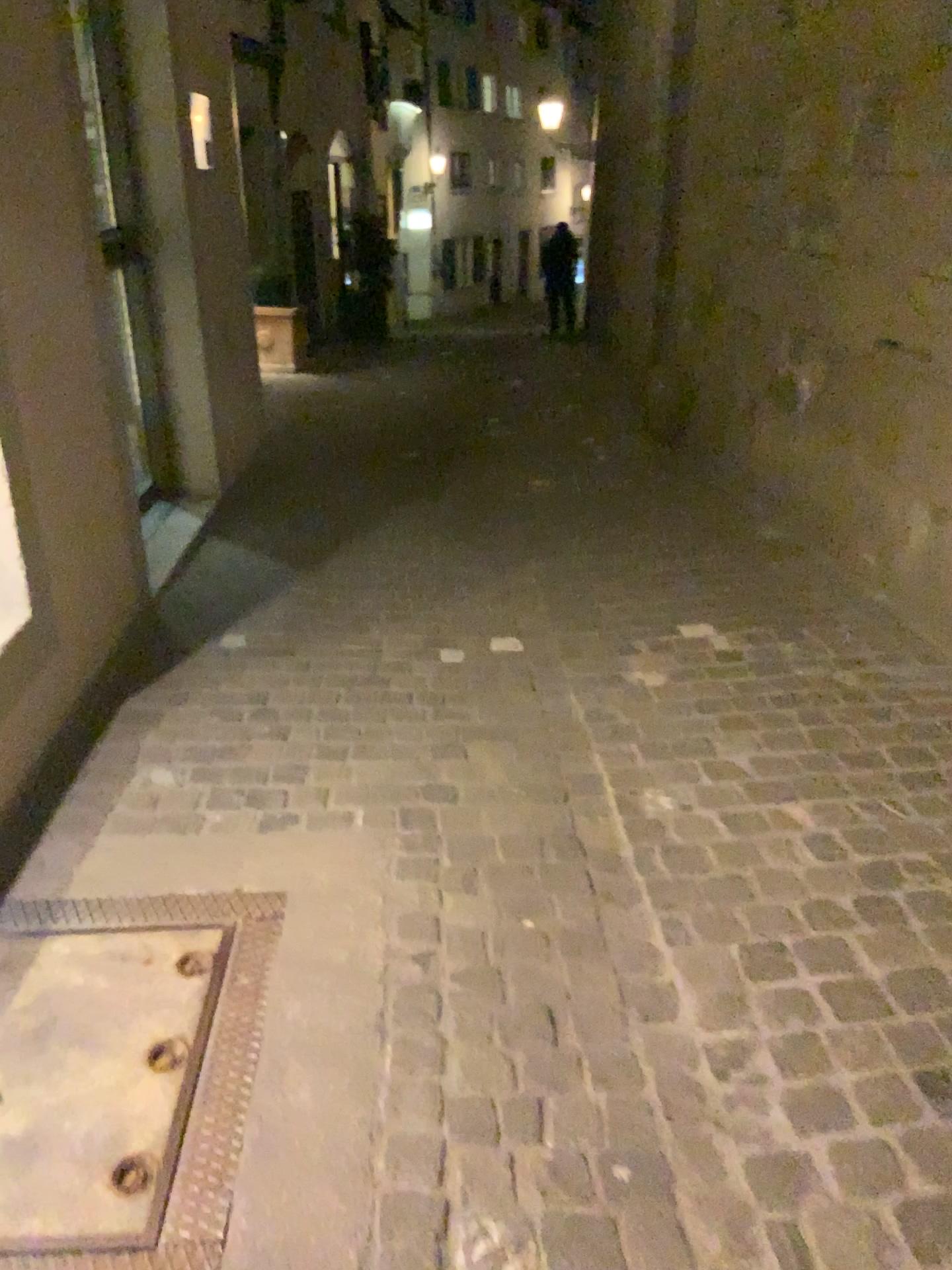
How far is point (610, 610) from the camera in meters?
3.6 m
